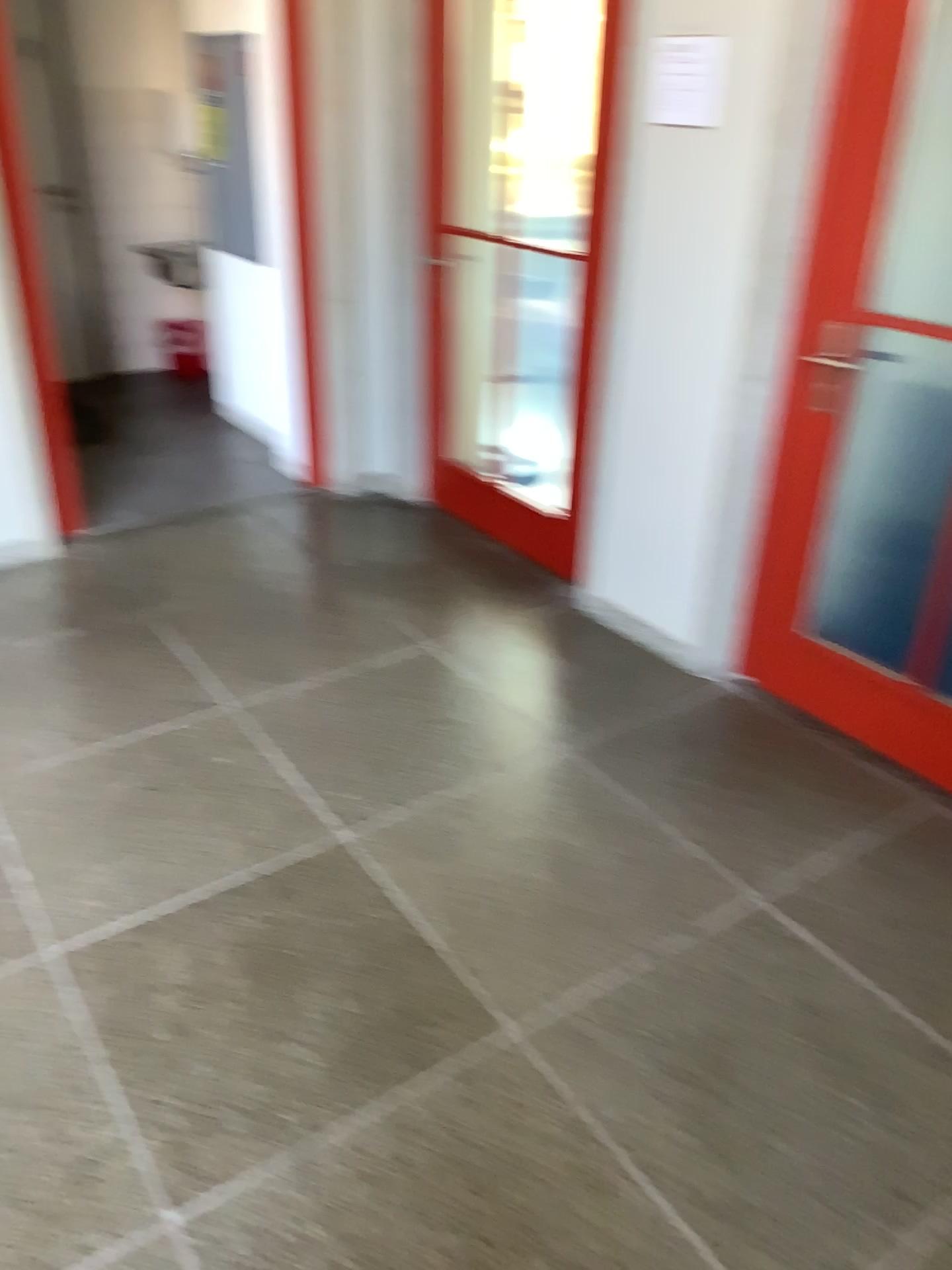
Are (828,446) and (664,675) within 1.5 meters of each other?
yes

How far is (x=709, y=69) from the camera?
2.61m

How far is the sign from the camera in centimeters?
261cm
